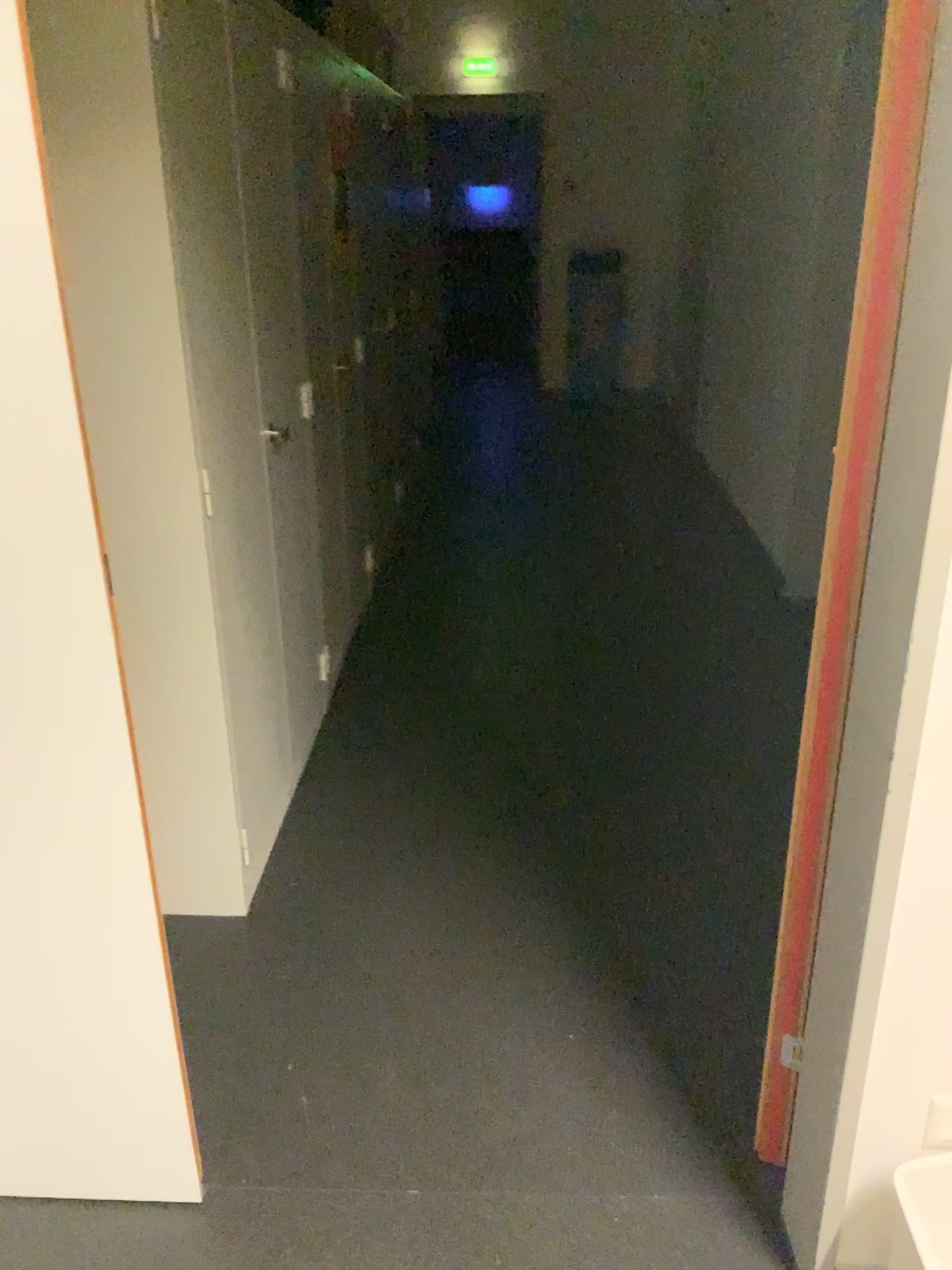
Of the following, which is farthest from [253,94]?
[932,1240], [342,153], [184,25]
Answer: [932,1240]

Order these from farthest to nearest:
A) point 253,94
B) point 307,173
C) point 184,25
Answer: point 307,173, point 253,94, point 184,25

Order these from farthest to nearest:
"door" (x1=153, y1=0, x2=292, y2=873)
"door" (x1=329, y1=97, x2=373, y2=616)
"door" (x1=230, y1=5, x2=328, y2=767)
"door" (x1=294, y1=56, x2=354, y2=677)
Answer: "door" (x1=329, y1=97, x2=373, y2=616)
"door" (x1=294, y1=56, x2=354, y2=677)
"door" (x1=230, y1=5, x2=328, y2=767)
"door" (x1=153, y1=0, x2=292, y2=873)

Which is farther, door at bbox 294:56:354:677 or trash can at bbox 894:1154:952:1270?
door at bbox 294:56:354:677

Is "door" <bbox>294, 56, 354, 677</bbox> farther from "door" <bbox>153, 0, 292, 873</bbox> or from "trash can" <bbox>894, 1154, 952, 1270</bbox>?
"trash can" <bbox>894, 1154, 952, 1270</bbox>

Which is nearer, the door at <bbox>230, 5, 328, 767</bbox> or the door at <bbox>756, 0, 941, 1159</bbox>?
the door at <bbox>756, 0, 941, 1159</bbox>

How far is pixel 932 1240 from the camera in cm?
125

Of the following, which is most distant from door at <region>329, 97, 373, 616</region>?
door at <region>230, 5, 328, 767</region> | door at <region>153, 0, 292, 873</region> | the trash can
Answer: the trash can

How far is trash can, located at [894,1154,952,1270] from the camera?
1.25m

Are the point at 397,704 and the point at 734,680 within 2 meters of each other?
yes
